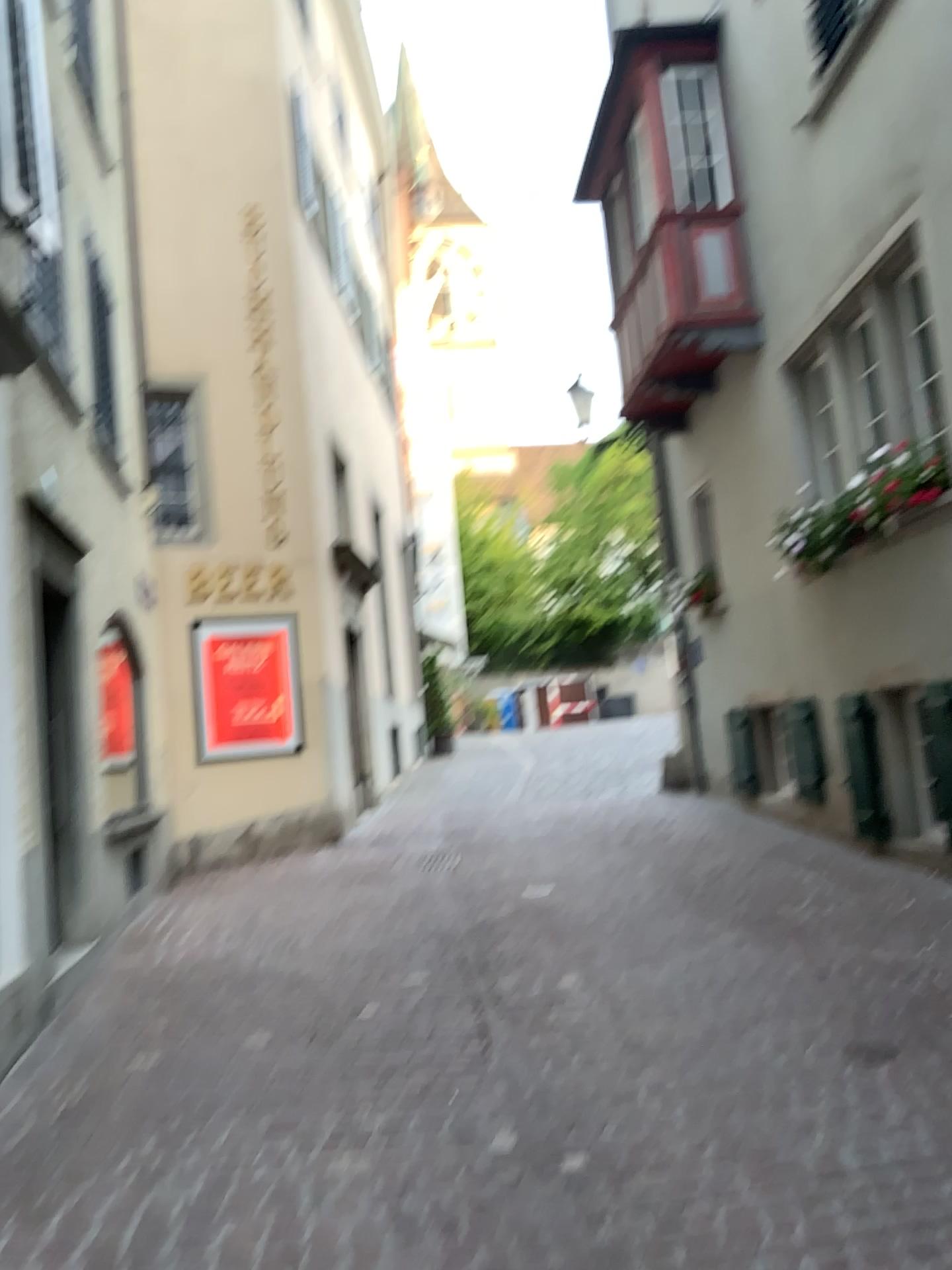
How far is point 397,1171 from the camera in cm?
321
